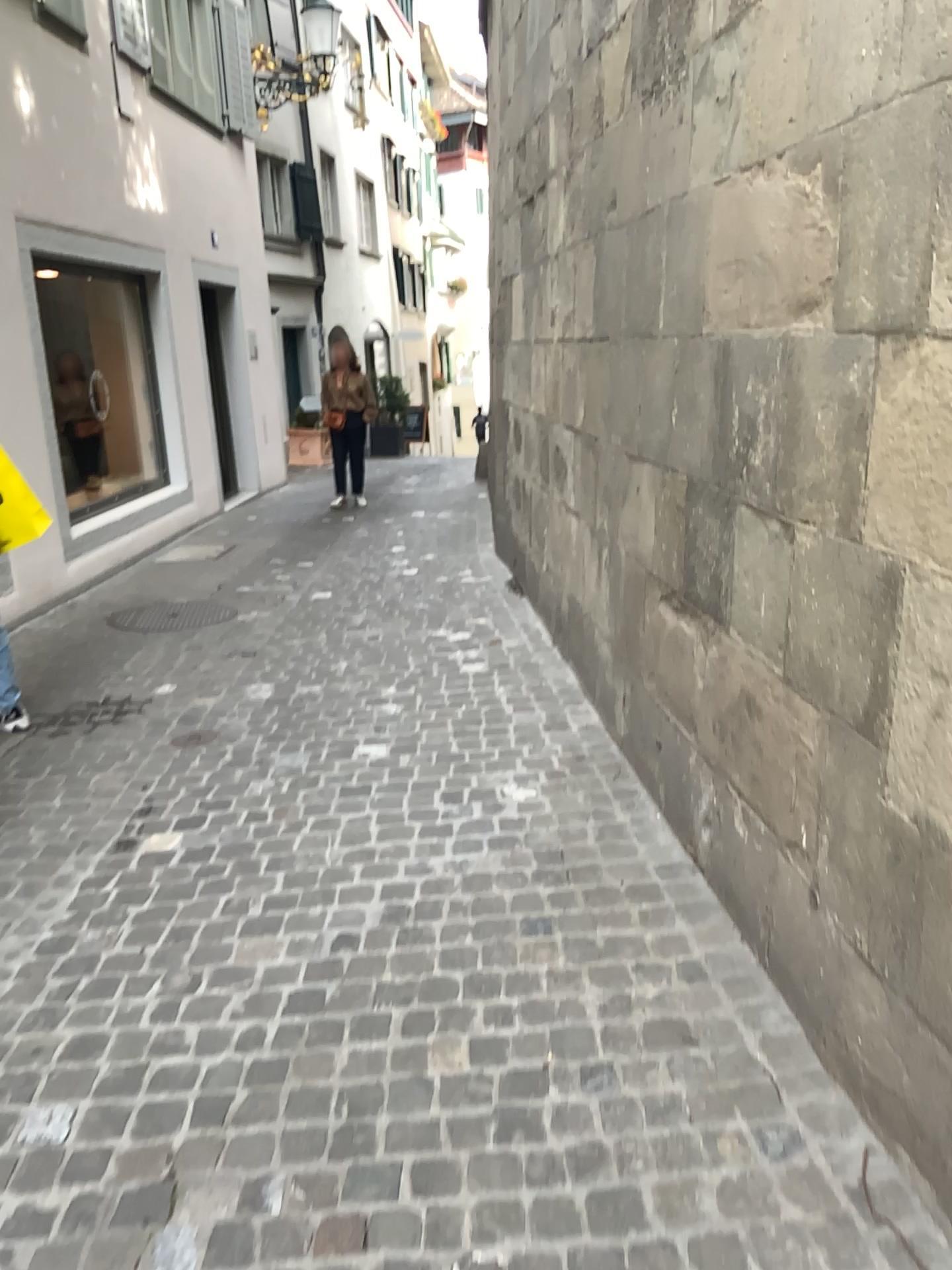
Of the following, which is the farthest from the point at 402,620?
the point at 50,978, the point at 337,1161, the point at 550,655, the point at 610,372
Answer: the point at 337,1161
